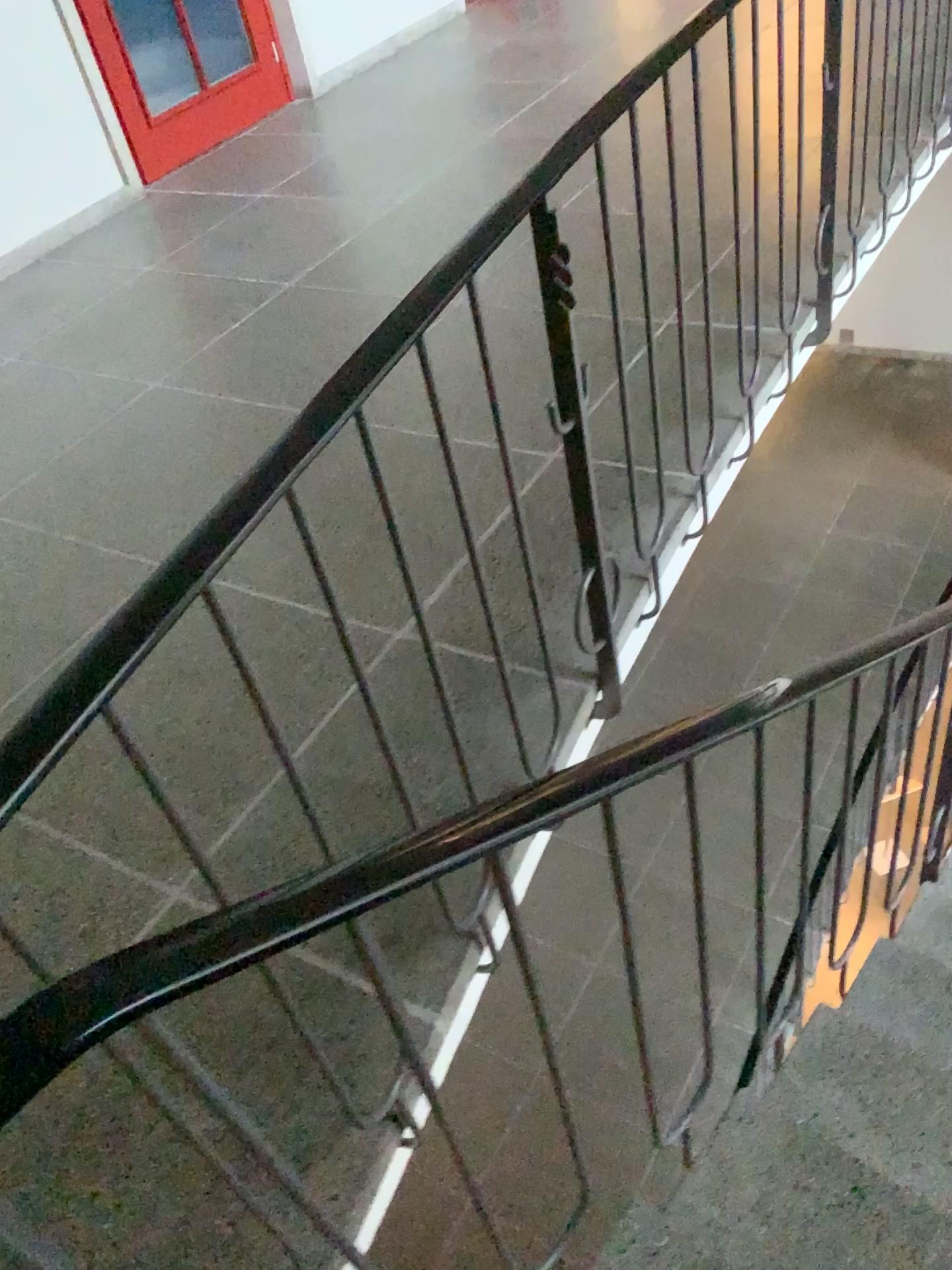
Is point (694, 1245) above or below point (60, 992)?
below

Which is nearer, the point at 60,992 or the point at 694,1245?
the point at 60,992

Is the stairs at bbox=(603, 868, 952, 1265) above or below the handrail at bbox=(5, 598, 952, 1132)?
below

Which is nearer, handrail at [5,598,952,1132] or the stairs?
handrail at [5,598,952,1132]

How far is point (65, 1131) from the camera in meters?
1.4
